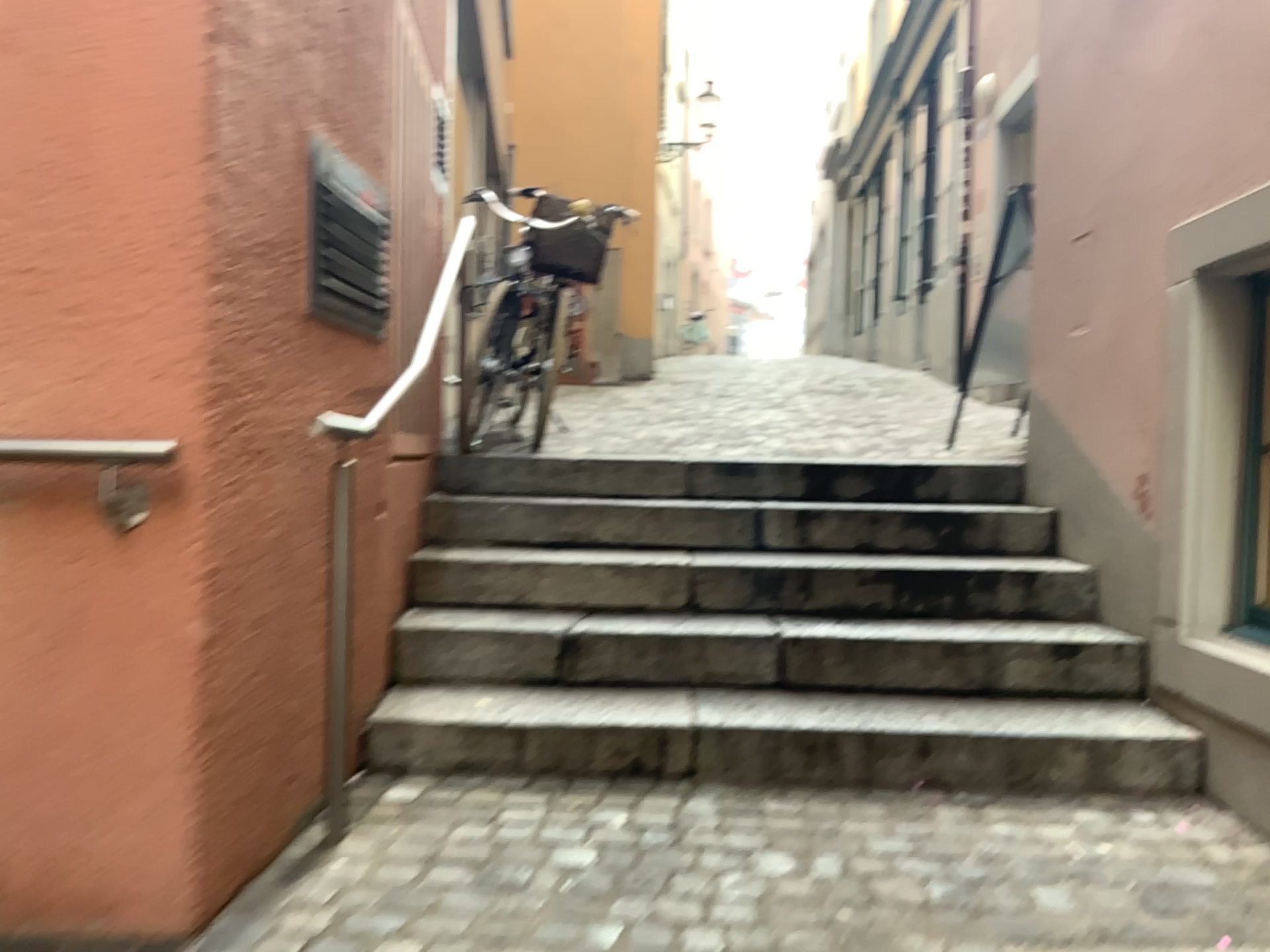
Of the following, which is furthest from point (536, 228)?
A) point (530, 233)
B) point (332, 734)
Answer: point (332, 734)

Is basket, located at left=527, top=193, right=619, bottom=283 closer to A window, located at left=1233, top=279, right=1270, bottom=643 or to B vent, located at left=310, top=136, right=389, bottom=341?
B vent, located at left=310, top=136, right=389, bottom=341

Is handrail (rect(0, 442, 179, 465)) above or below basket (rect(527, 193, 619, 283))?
below

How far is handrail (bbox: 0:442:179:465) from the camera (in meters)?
1.68

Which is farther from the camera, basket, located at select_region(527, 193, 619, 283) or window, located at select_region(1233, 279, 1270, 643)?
basket, located at select_region(527, 193, 619, 283)

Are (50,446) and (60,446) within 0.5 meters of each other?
yes

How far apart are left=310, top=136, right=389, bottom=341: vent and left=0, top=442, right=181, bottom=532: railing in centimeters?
63cm

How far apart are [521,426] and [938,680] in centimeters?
212cm

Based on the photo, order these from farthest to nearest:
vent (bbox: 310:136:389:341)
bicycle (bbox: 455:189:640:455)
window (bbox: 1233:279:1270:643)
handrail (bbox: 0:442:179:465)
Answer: bicycle (bbox: 455:189:640:455) < window (bbox: 1233:279:1270:643) < vent (bbox: 310:136:389:341) < handrail (bbox: 0:442:179:465)

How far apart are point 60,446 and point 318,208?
0.9 meters
